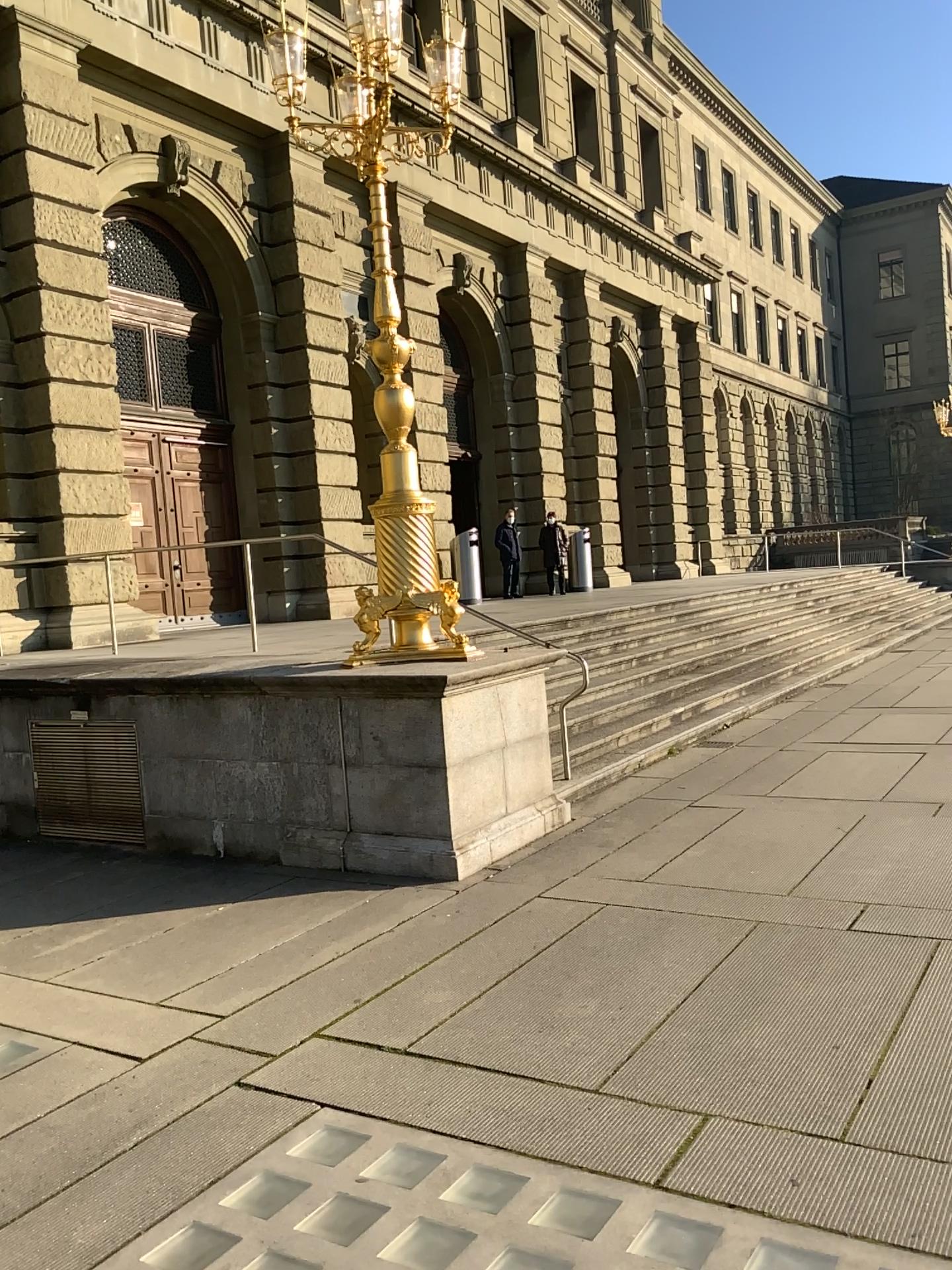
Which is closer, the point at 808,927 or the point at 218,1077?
the point at 218,1077
